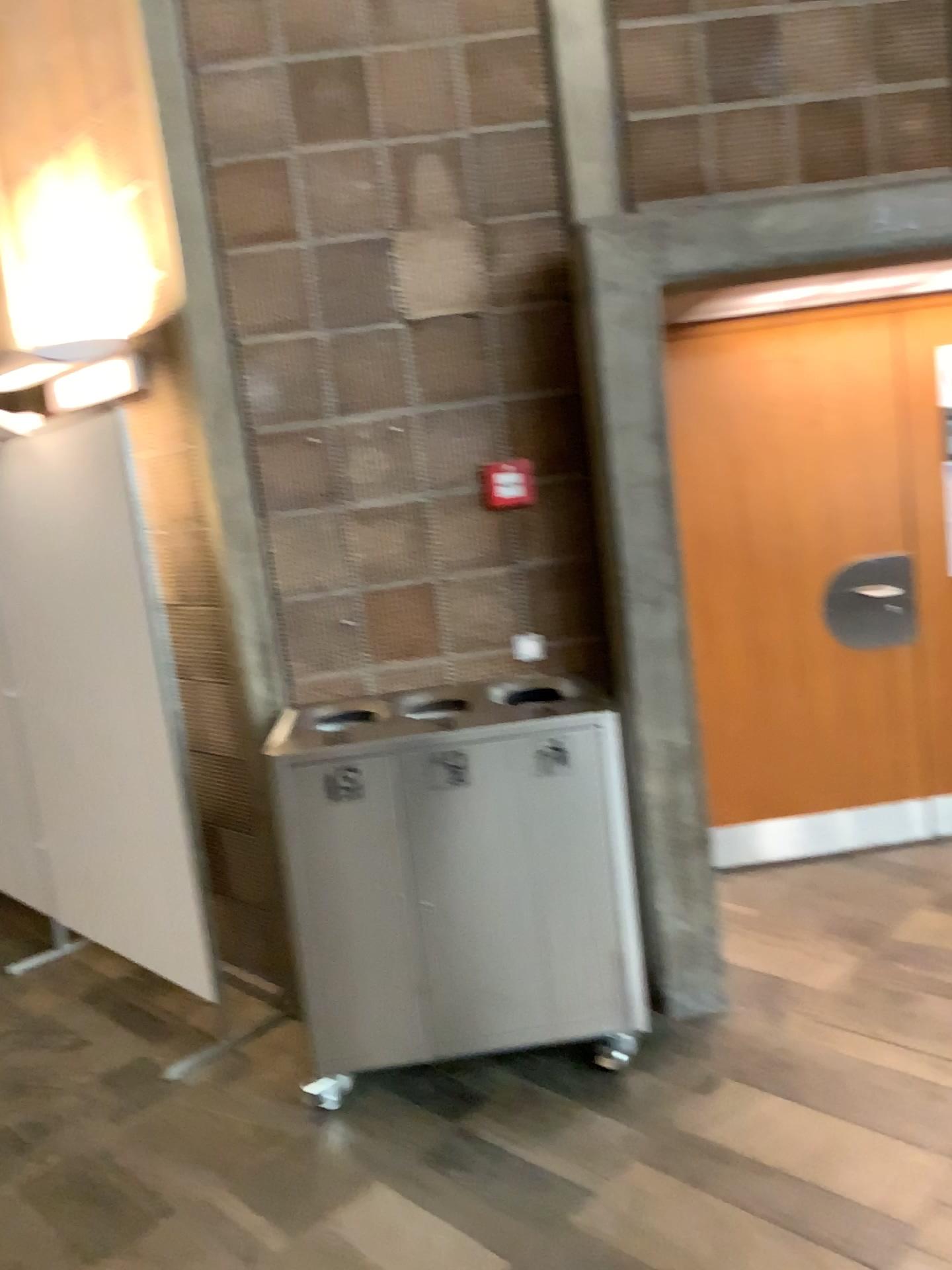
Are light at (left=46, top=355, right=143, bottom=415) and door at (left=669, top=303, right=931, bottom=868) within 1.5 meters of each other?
no

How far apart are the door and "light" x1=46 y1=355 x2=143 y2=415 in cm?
190

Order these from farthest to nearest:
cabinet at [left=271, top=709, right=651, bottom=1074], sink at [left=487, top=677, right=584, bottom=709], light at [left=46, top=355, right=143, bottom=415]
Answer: light at [left=46, top=355, right=143, bottom=415] < sink at [left=487, top=677, right=584, bottom=709] < cabinet at [left=271, top=709, right=651, bottom=1074]

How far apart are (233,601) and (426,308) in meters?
1.0 m

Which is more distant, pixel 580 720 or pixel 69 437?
pixel 69 437

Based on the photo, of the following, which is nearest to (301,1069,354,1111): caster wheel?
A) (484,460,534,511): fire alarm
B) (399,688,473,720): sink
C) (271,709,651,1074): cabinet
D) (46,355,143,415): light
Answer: (271,709,651,1074): cabinet

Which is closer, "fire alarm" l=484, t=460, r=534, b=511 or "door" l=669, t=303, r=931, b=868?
"fire alarm" l=484, t=460, r=534, b=511

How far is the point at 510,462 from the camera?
3.2 meters

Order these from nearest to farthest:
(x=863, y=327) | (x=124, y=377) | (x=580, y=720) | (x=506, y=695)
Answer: (x=580, y=720) < (x=506, y=695) < (x=124, y=377) < (x=863, y=327)

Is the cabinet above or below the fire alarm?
below
